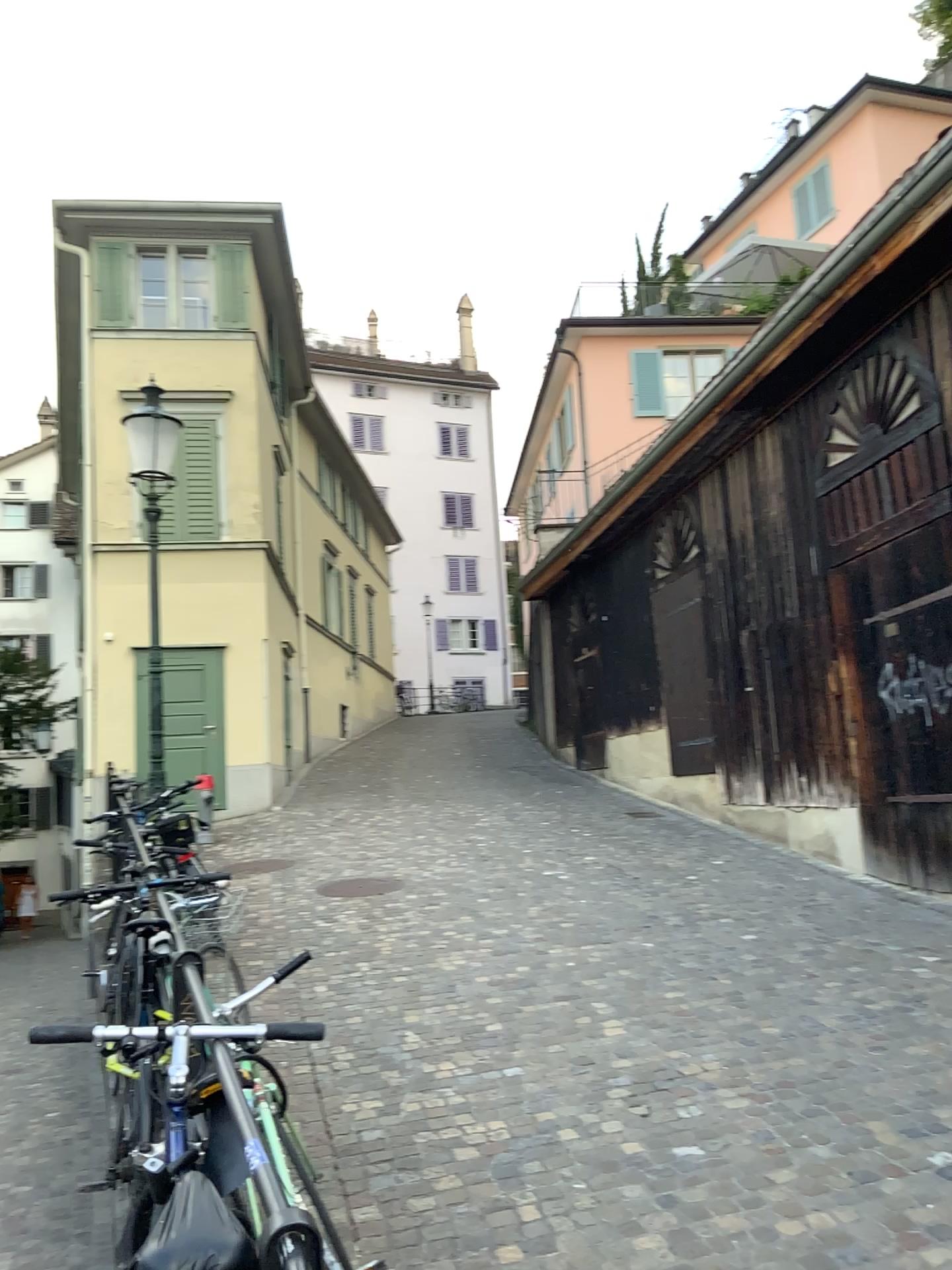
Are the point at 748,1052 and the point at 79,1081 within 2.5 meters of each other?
no
